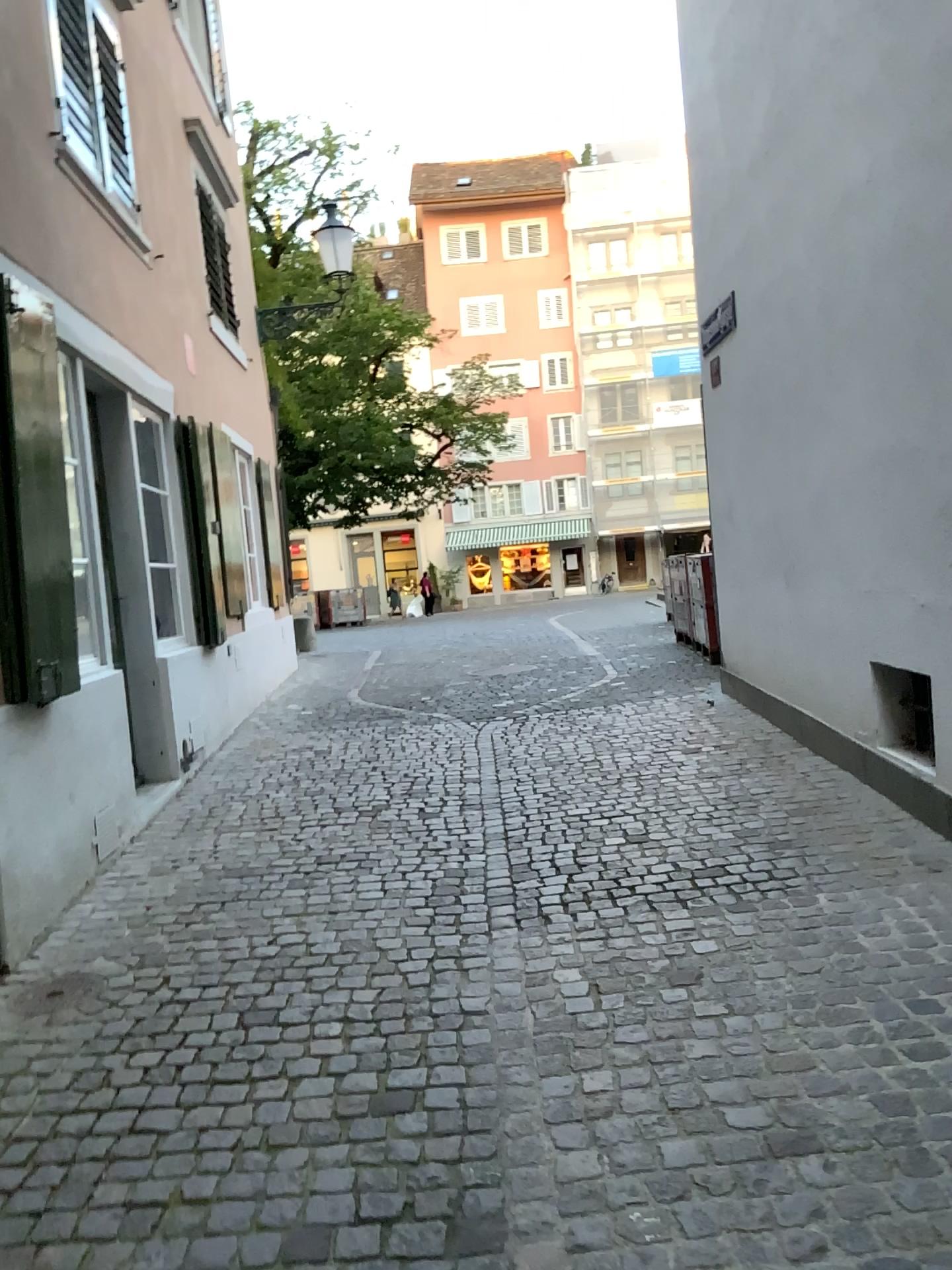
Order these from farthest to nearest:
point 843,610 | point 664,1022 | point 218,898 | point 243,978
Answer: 1. point 843,610
2. point 218,898
3. point 243,978
4. point 664,1022
